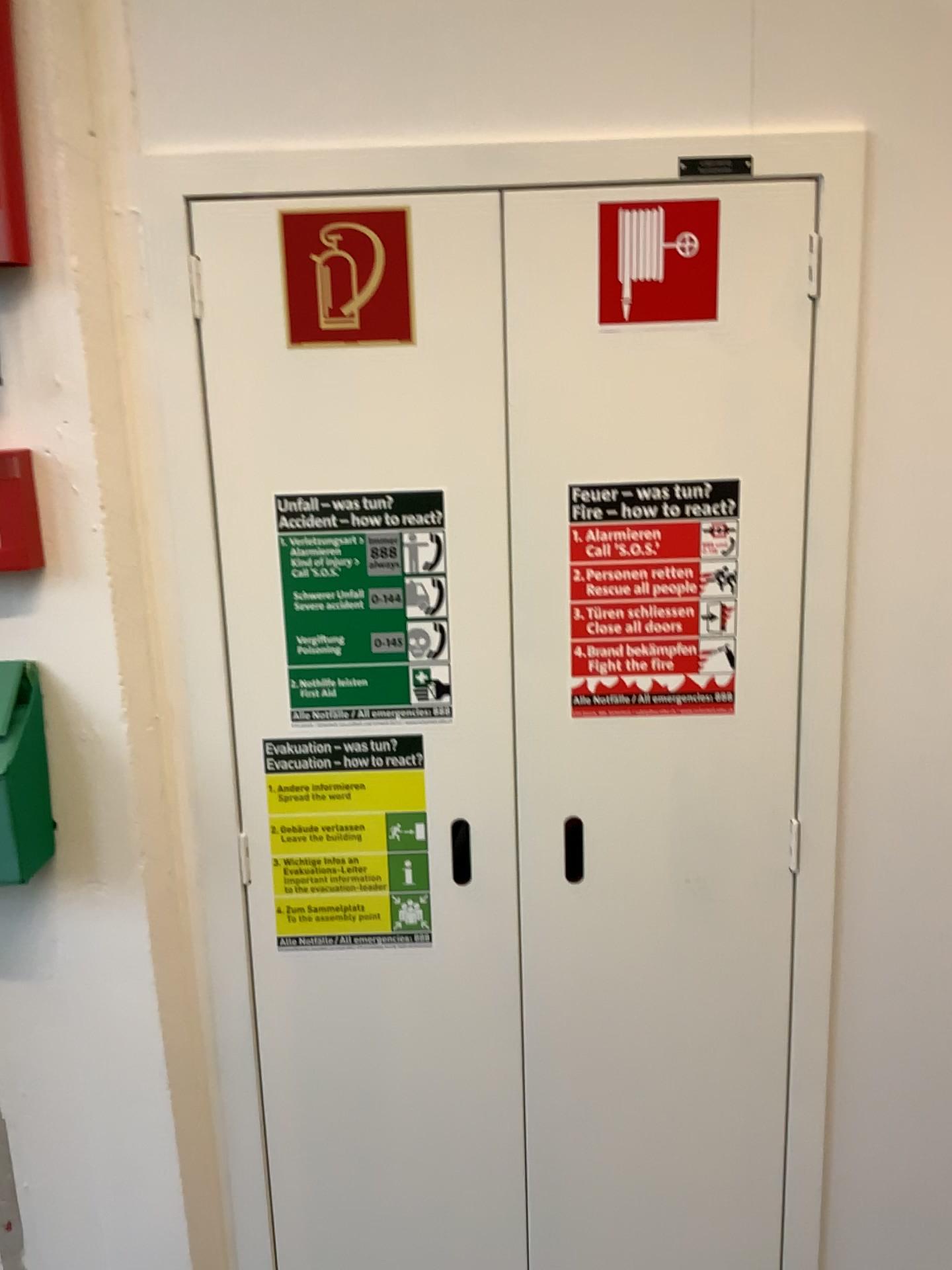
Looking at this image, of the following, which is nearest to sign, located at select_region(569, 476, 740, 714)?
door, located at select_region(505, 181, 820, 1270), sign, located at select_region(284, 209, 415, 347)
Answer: door, located at select_region(505, 181, 820, 1270)

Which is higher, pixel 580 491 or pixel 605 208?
pixel 605 208

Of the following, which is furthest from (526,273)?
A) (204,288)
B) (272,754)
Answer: (272,754)

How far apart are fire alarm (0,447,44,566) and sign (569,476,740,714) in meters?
0.6 m

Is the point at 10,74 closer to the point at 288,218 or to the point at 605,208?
the point at 288,218

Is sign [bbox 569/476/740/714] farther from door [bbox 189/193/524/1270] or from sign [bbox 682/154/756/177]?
sign [bbox 682/154/756/177]

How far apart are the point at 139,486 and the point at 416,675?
0.4 meters

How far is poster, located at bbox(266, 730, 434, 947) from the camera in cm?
131

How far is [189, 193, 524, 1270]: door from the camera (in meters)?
1.21

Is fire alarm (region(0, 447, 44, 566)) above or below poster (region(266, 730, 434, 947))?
above
